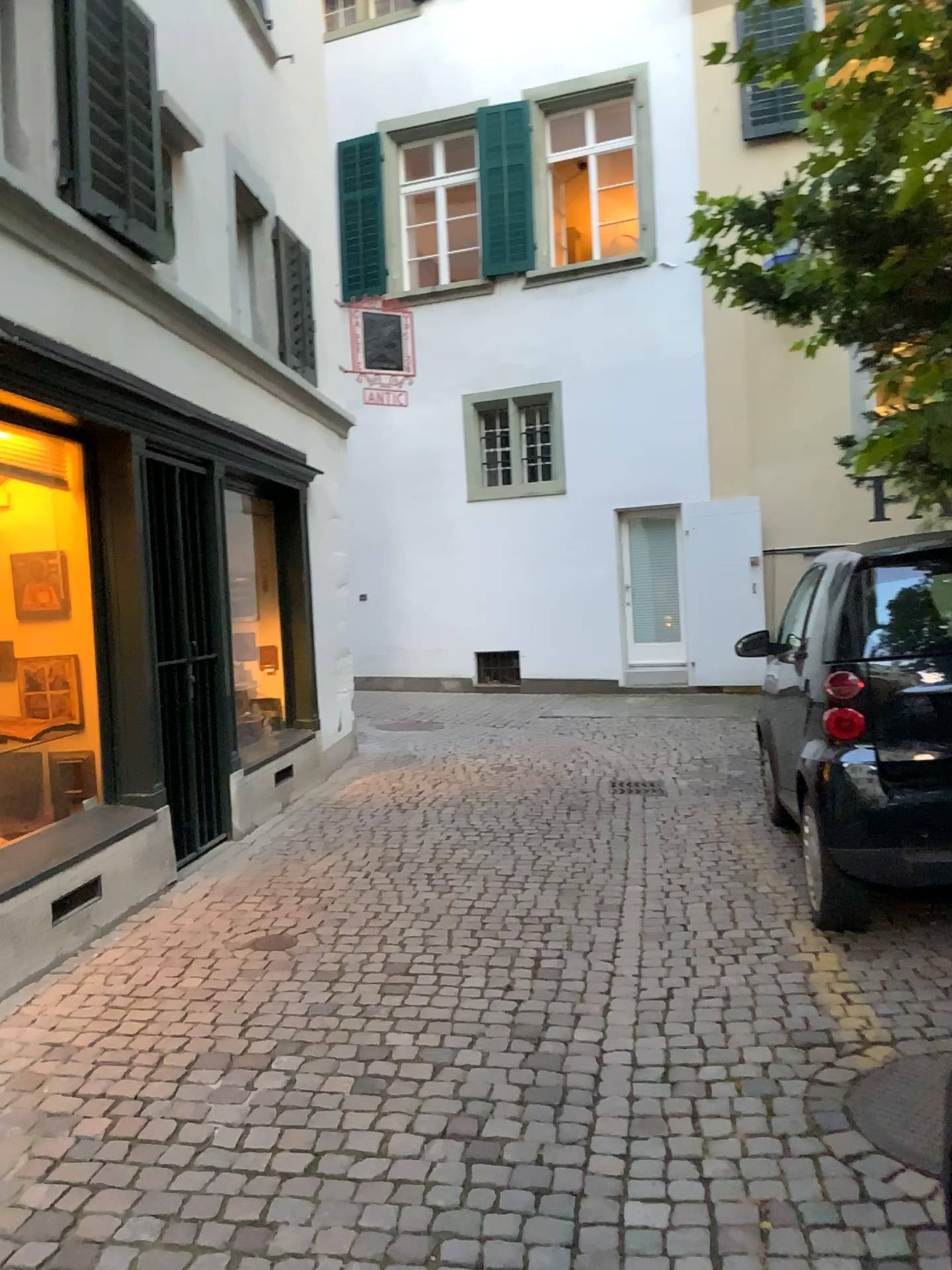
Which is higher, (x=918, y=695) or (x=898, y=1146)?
(x=918, y=695)

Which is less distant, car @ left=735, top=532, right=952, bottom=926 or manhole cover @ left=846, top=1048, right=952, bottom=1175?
manhole cover @ left=846, top=1048, right=952, bottom=1175

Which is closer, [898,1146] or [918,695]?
[898,1146]

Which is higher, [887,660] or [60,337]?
[60,337]
